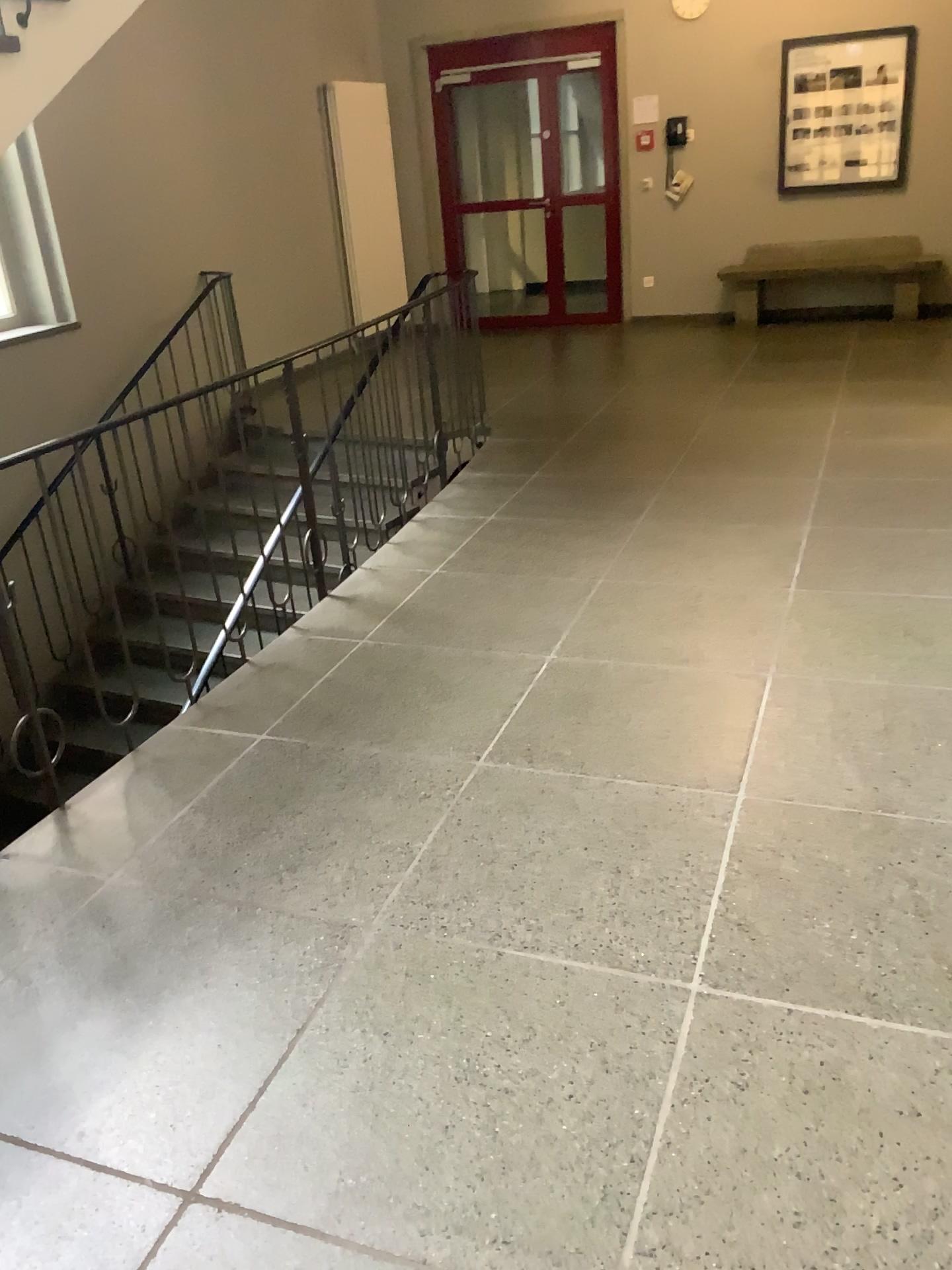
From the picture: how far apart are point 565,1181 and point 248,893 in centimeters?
103cm
